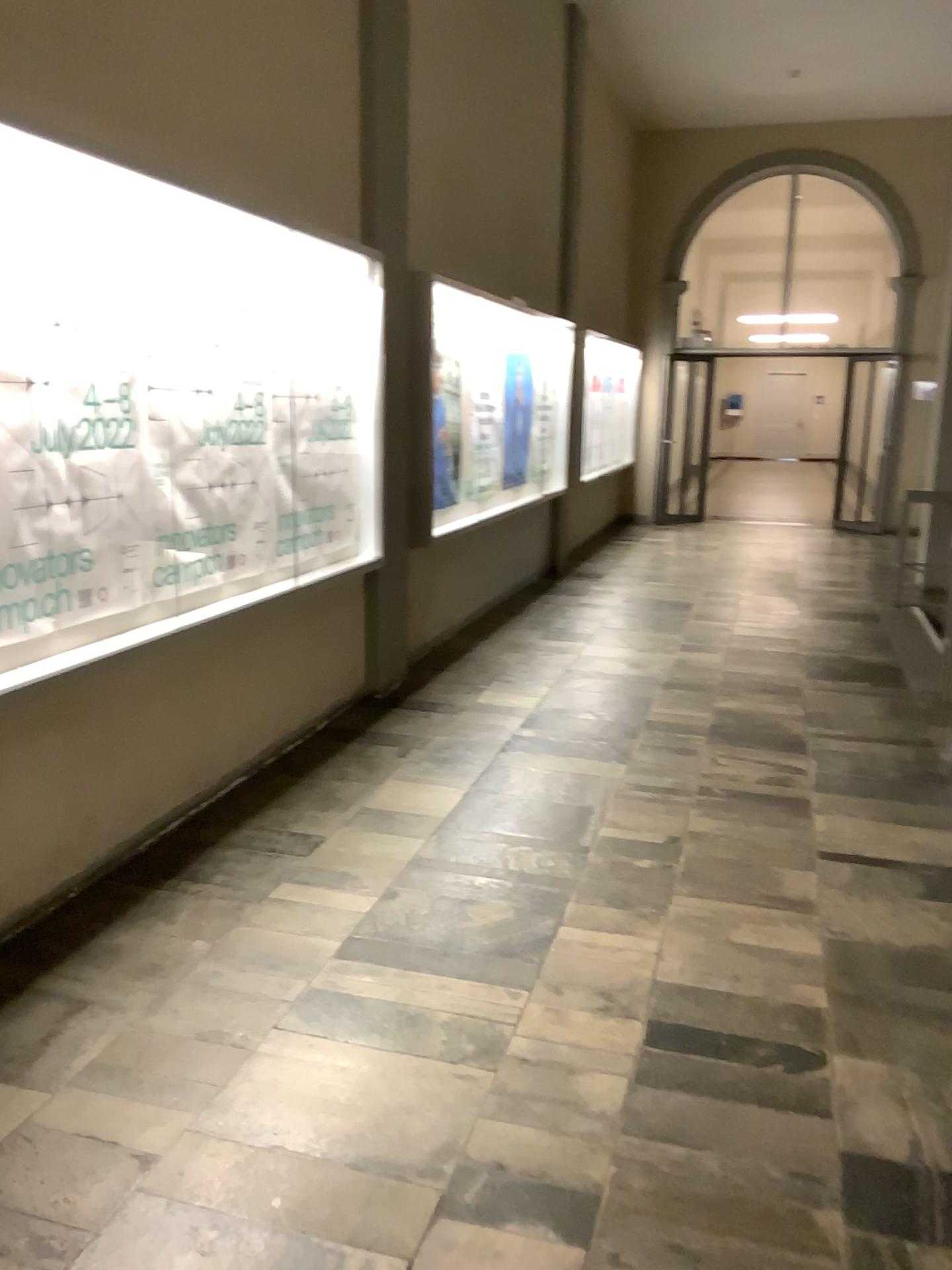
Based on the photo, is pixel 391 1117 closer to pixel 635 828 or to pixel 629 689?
pixel 635 828
